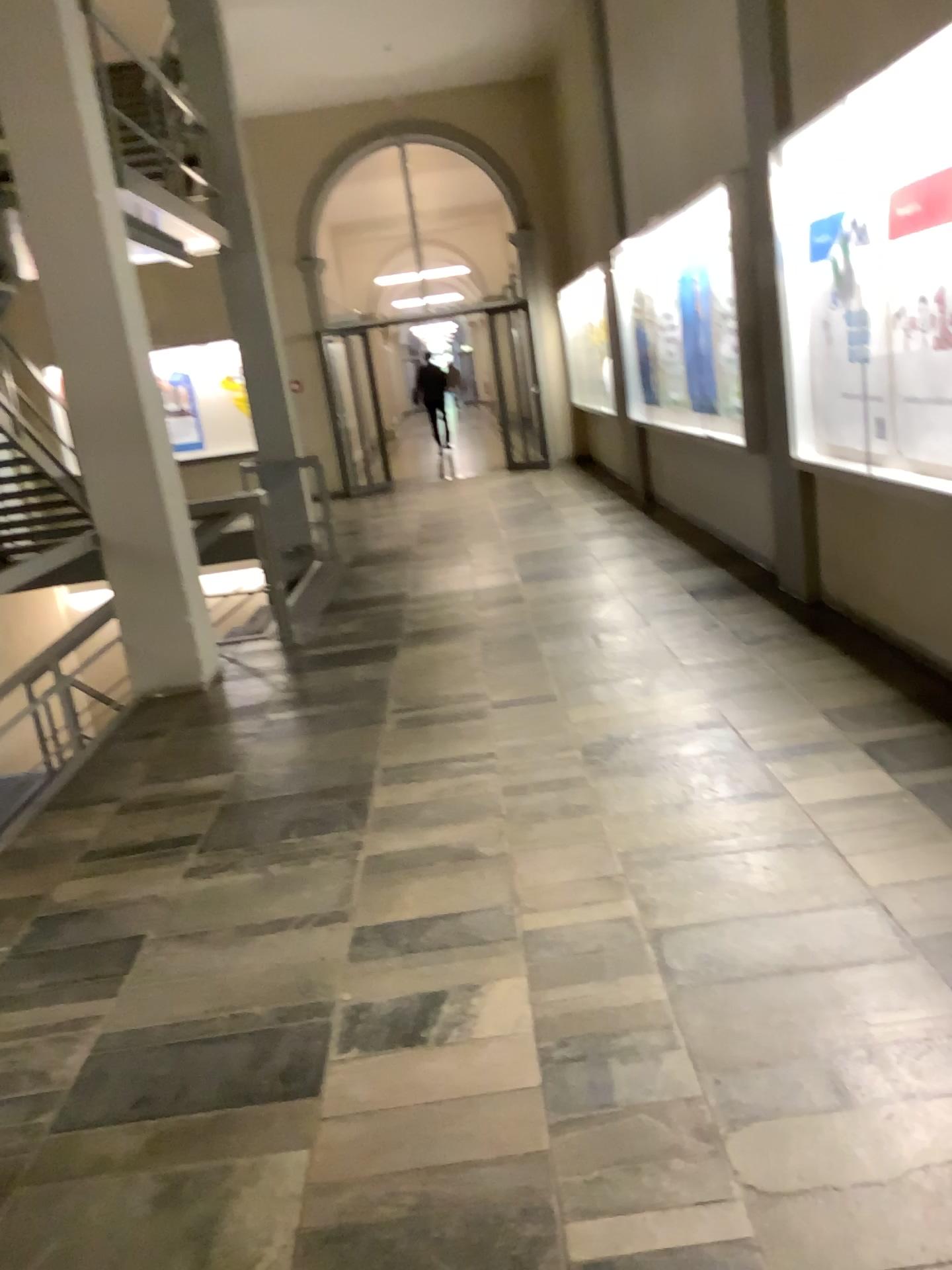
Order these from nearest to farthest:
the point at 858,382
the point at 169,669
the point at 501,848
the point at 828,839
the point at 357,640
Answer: the point at 828,839 → the point at 501,848 → the point at 858,382 → the point at 169,669 → the point at 357,640
